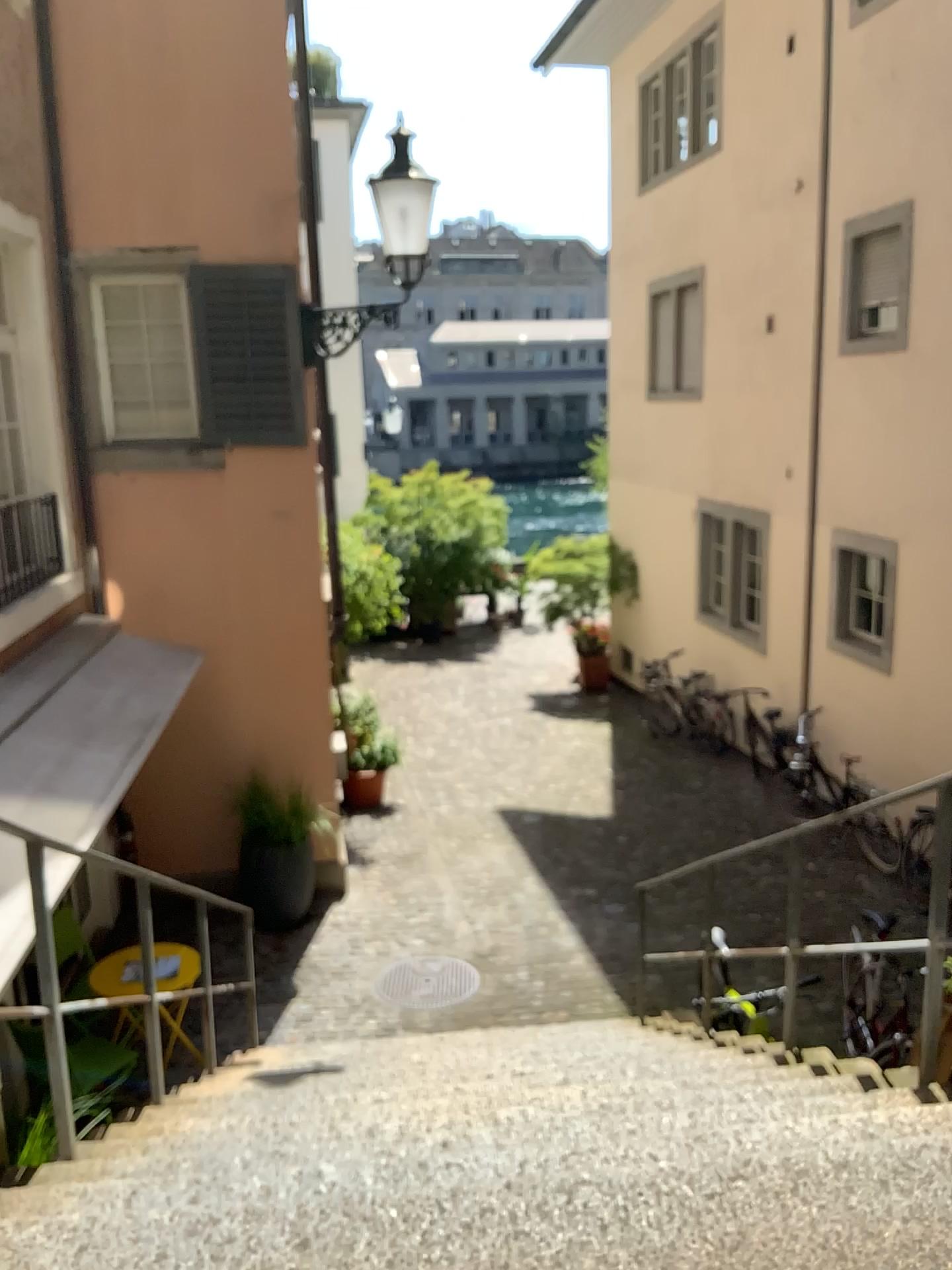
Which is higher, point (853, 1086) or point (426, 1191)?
point (426, 1191)
